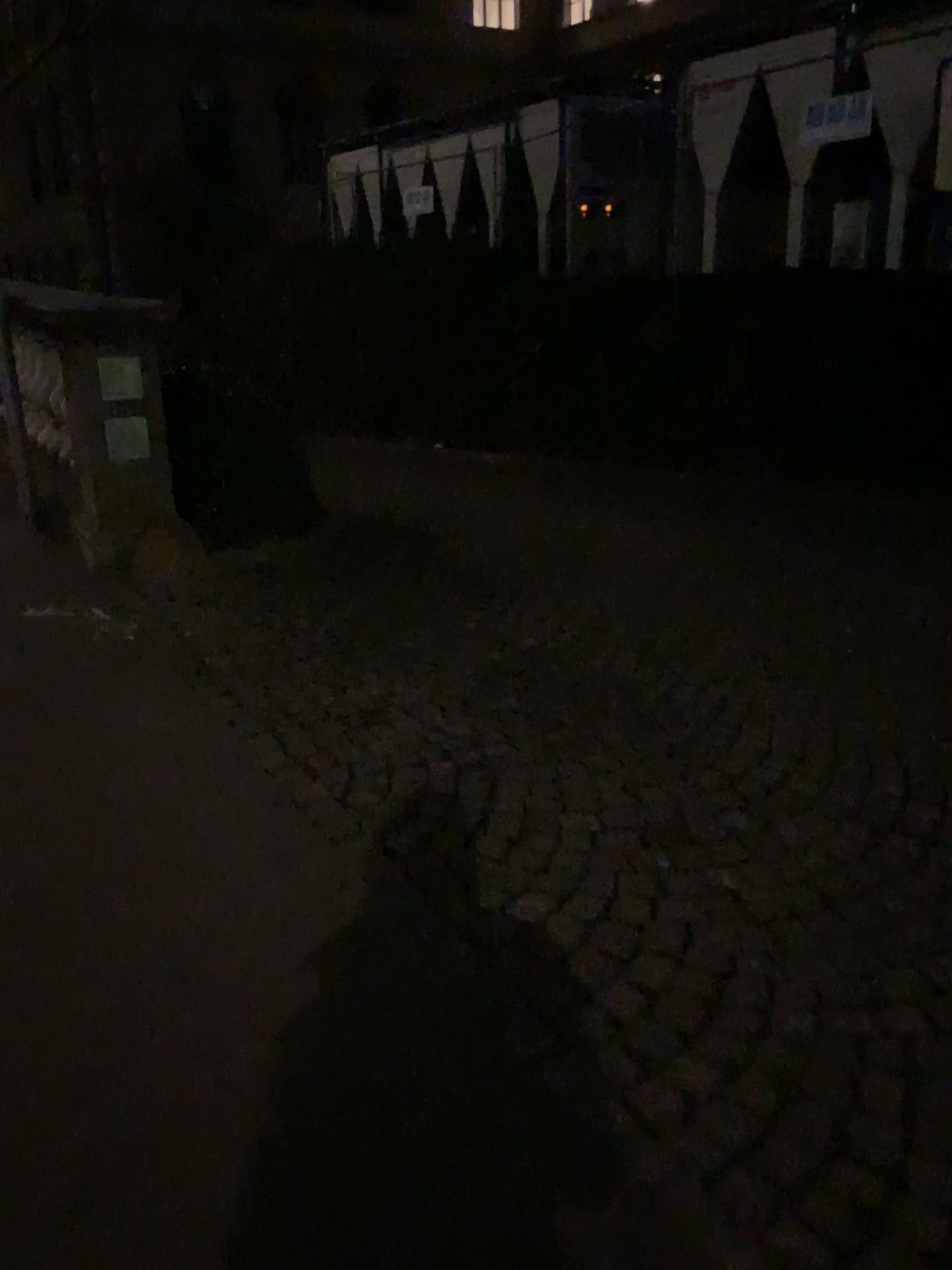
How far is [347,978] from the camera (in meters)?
2.02
